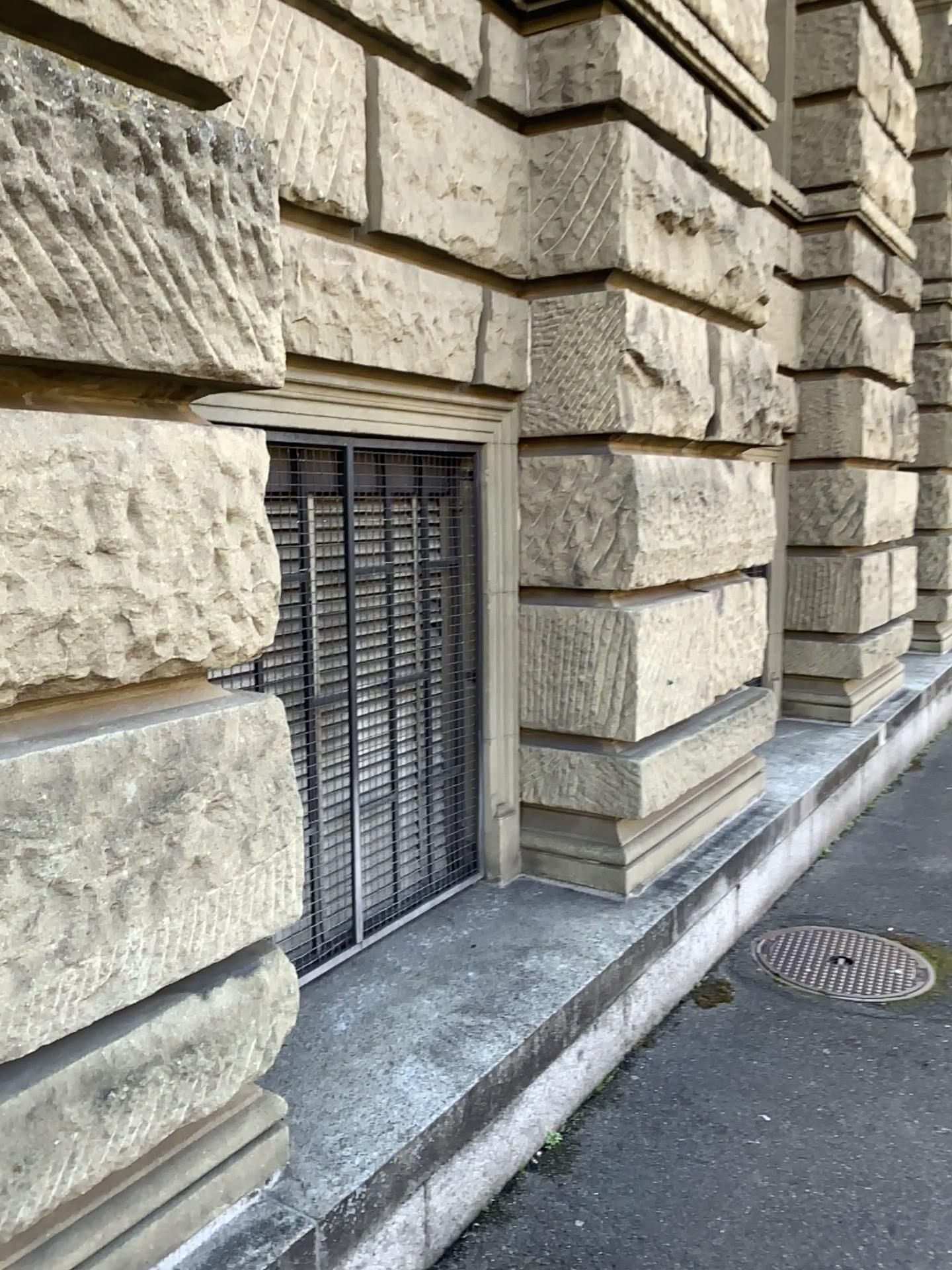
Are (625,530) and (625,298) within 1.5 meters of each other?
yes

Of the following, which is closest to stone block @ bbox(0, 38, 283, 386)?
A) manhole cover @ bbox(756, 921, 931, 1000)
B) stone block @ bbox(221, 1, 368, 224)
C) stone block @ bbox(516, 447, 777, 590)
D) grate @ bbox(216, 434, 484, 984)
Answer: stone block @ bbox(221, 1, 368, 224)

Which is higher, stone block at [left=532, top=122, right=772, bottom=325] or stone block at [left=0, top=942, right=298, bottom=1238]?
stone block at [left=532, top=122, right=772, bottom=325]

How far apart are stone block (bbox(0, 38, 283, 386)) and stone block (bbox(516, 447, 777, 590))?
1.7 meters

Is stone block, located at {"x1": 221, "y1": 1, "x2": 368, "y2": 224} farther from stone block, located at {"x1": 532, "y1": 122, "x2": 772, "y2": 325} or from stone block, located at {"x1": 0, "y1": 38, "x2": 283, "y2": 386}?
stone block, located at {"x1": 532, "y1": 122, "x2": 772, "y2": 325}

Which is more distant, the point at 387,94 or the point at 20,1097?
the point at 387,94

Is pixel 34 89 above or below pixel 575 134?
below

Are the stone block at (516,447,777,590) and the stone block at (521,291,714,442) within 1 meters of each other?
yes

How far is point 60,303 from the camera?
1.52m

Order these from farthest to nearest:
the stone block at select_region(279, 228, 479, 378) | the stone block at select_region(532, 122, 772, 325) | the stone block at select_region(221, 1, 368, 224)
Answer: the stone block at select_region(532, 122, 772, 325) → the stone block at select_region(279, 228, 479, 378) → the stone block at select_region(221, 1, 368, 224)
